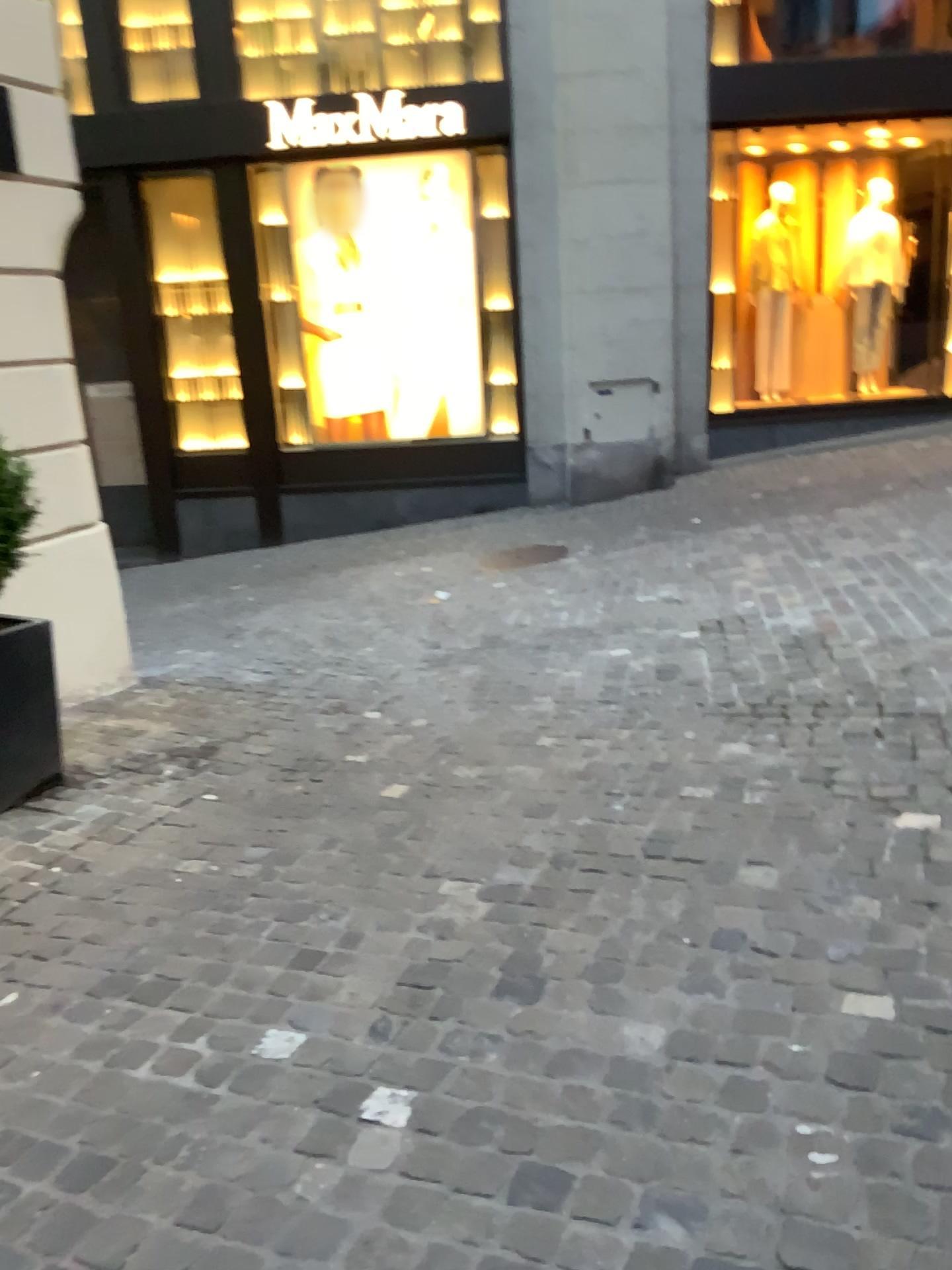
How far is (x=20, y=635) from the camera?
3.49m

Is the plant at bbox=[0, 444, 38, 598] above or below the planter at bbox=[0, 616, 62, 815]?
above

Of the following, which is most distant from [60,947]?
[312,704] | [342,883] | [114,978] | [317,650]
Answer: [317,650]

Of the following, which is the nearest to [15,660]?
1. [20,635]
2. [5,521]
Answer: [20,635]

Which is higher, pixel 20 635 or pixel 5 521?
pixel 5 521

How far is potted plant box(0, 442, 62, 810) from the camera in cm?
347

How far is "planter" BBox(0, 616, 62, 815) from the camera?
3.49m
